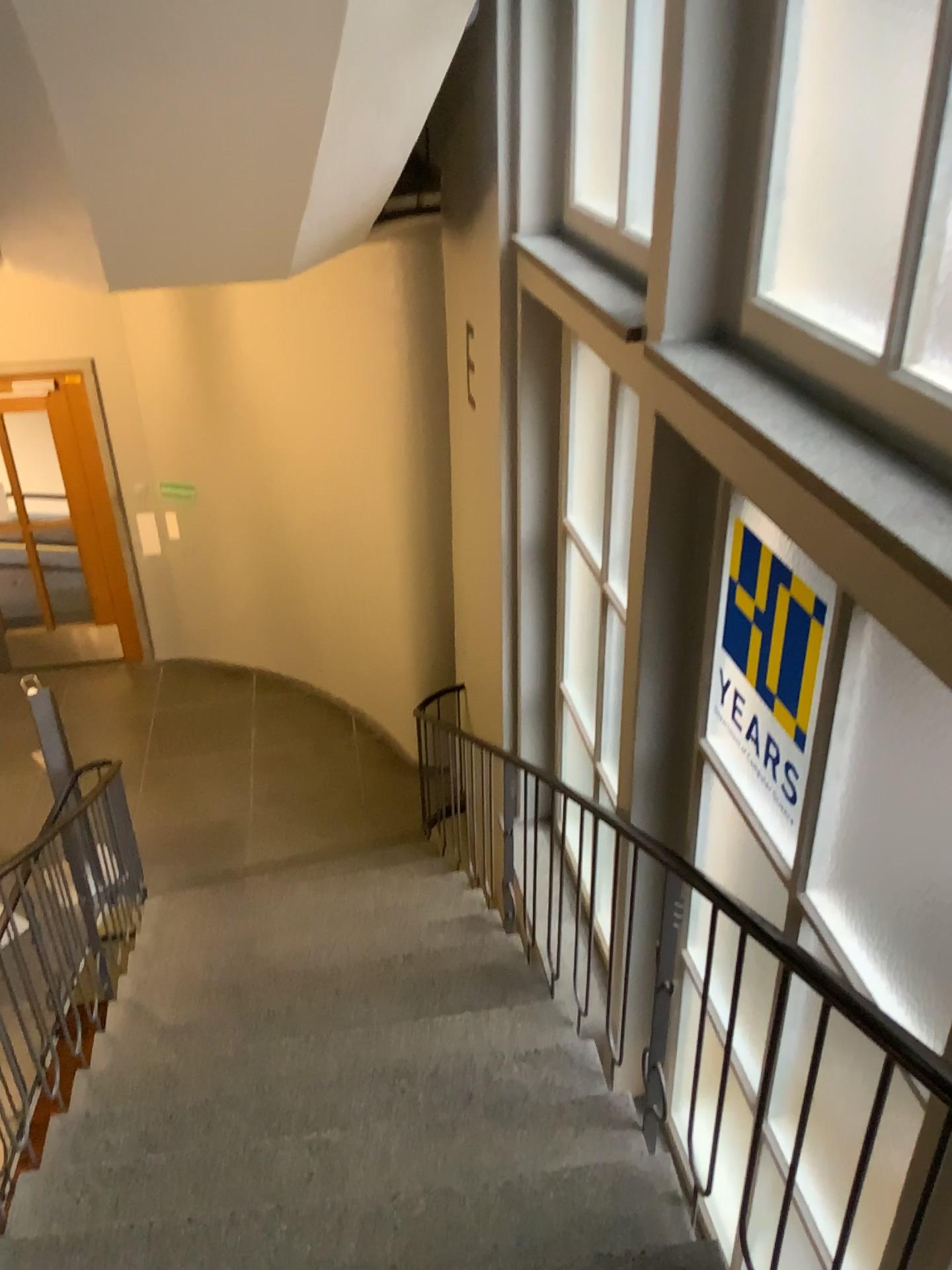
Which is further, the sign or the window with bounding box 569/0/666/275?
the window with bounding box 569/0/666/275

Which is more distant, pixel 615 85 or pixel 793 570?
pixel 615 85

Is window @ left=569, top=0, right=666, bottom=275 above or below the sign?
above

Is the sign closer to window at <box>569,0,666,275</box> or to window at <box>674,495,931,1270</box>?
window at <box>674,495,931,1270</box>

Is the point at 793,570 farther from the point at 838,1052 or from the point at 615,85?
the point at 615,85

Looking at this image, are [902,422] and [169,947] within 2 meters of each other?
no

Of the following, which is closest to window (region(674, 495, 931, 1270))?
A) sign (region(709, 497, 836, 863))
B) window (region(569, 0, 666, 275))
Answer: sign (region(709, 497, 836, 863))

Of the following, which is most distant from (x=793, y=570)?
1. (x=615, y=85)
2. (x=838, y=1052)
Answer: (x=615, y=85)
